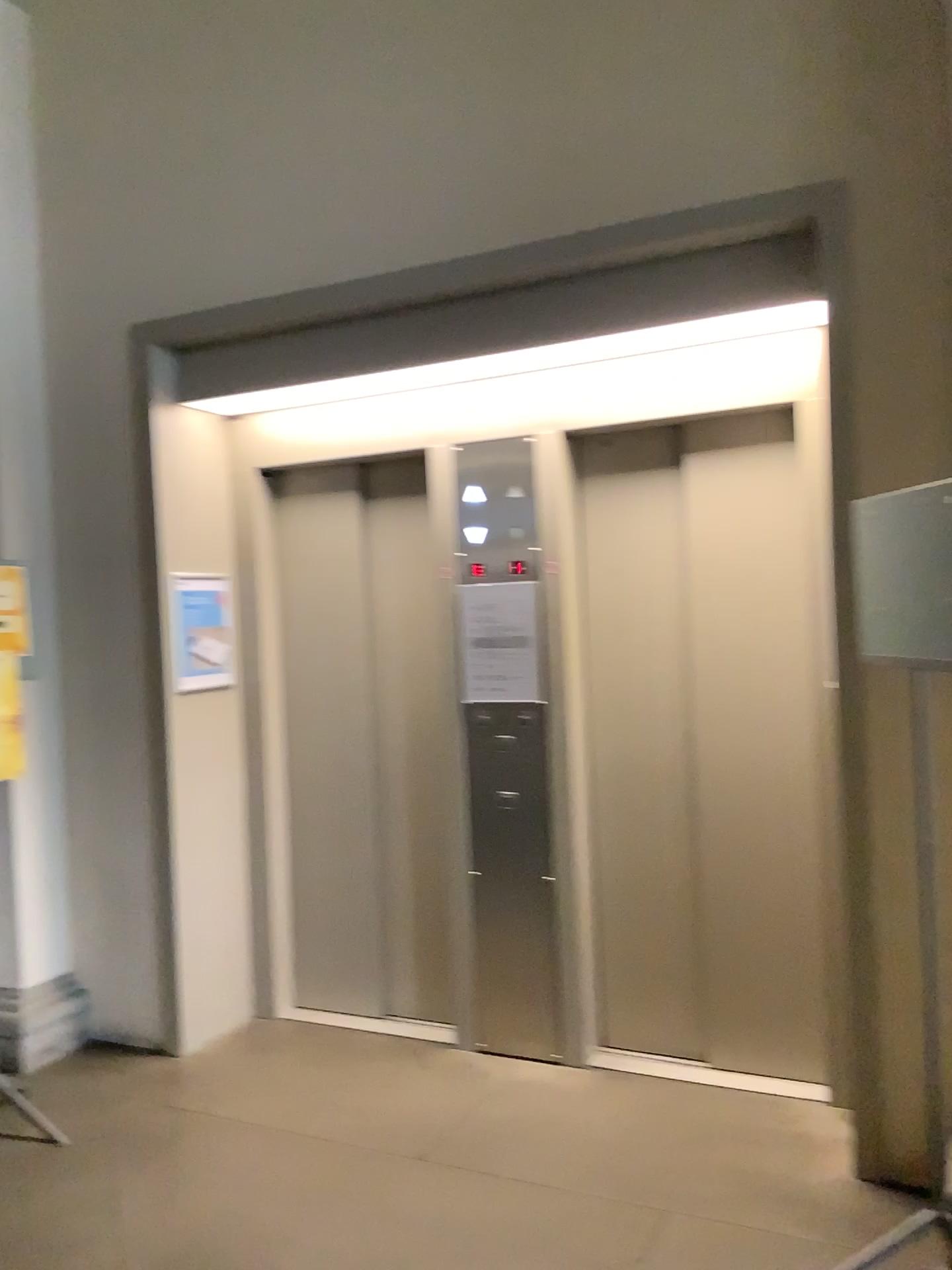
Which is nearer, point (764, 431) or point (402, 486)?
point (764, 431)

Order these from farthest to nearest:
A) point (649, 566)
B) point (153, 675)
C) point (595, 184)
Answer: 1. point (153, 675)
2. point (649, 566)
3. point (595, 184)

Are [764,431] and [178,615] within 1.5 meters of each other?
no

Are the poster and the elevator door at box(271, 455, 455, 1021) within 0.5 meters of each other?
yes

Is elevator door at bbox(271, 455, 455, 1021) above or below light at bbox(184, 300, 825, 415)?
below

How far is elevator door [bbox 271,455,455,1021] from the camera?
4.1m

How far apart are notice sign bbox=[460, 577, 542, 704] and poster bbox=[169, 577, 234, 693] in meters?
1.0

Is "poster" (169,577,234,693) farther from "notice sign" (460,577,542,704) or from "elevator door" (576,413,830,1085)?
"elevator door" (576,413,830,1085)

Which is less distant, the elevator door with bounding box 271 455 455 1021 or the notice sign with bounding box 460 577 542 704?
the notice sign with bounding box 460 577 542 704

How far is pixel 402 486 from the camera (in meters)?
4.09
